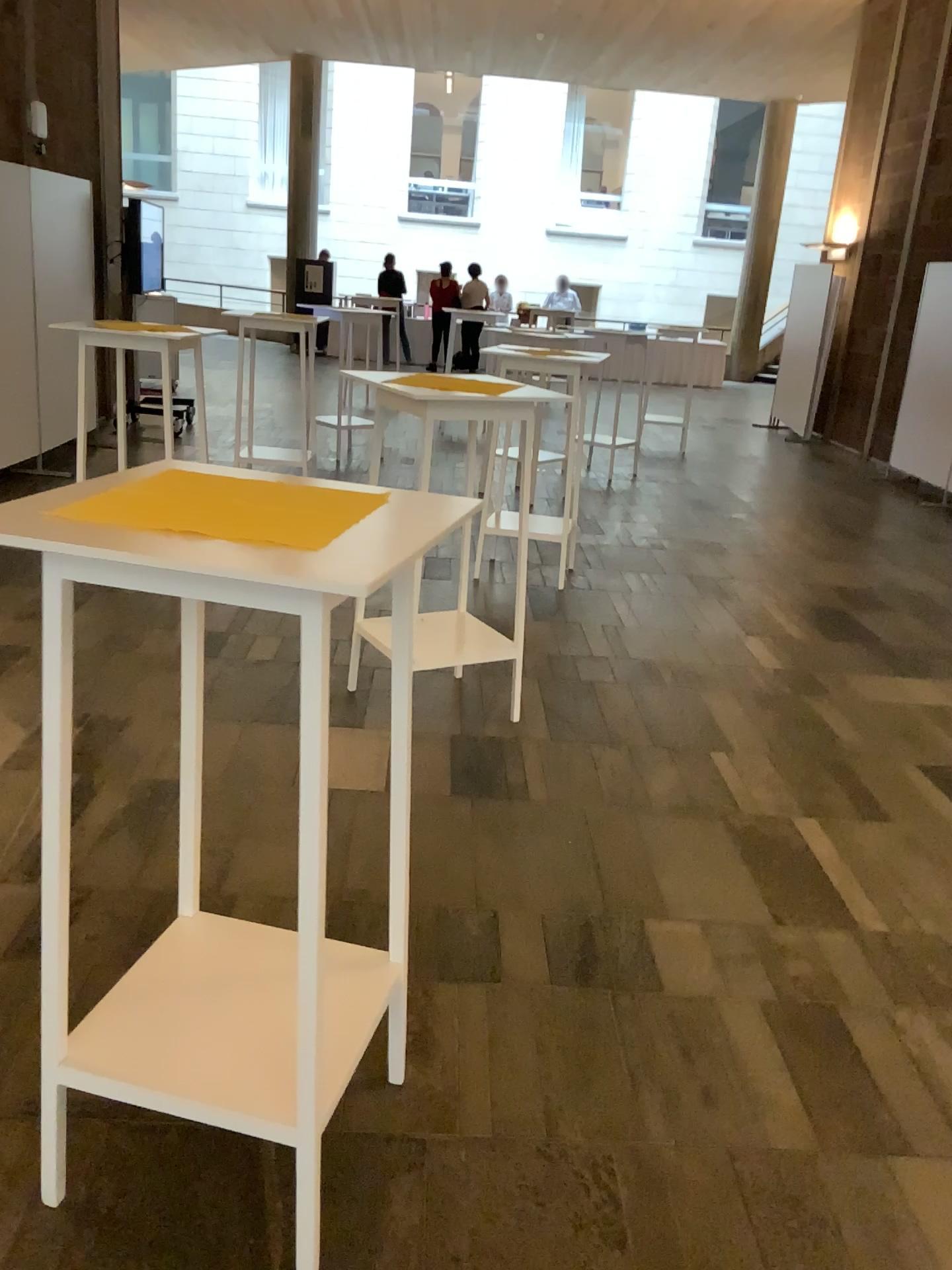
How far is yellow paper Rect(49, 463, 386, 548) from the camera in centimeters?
146cm

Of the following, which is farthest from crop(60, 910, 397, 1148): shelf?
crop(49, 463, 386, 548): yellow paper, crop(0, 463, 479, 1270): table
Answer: crop(49, 463, 386, 548): yellow paper

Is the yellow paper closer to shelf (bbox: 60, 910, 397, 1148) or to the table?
the table

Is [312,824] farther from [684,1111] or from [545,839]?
[545,839]

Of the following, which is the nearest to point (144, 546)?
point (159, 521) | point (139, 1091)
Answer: point (159, 521)

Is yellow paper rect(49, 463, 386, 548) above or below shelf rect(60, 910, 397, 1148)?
above

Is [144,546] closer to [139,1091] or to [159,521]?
[159,521]

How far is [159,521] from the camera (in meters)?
1.46
